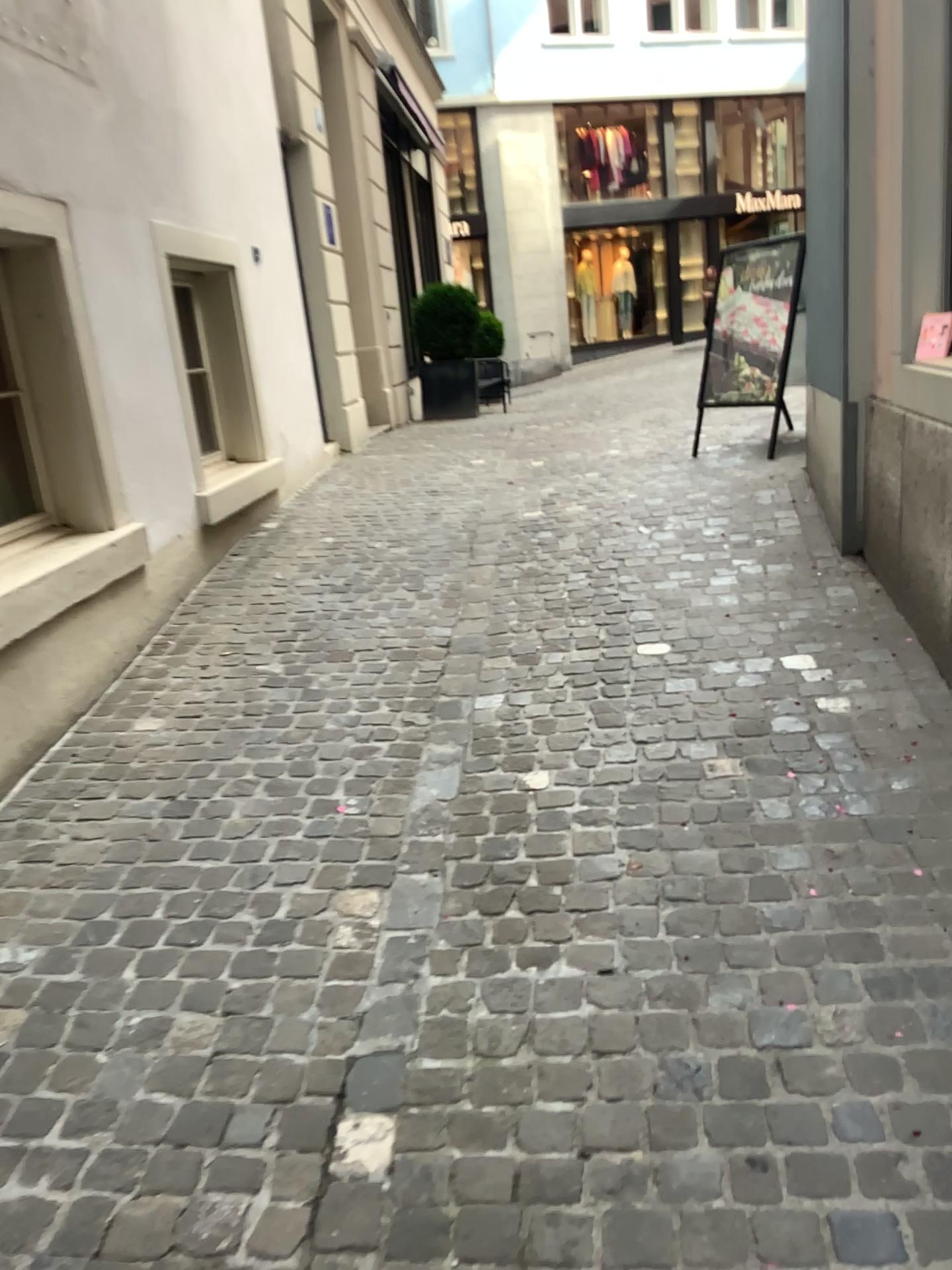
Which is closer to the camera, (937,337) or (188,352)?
(937,337)

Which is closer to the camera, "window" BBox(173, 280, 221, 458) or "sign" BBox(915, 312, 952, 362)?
"sign" BBox(915, 312, 952, 362)

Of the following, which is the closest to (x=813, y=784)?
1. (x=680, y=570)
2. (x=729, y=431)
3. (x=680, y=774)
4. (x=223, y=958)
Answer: (x=680, y=774)
